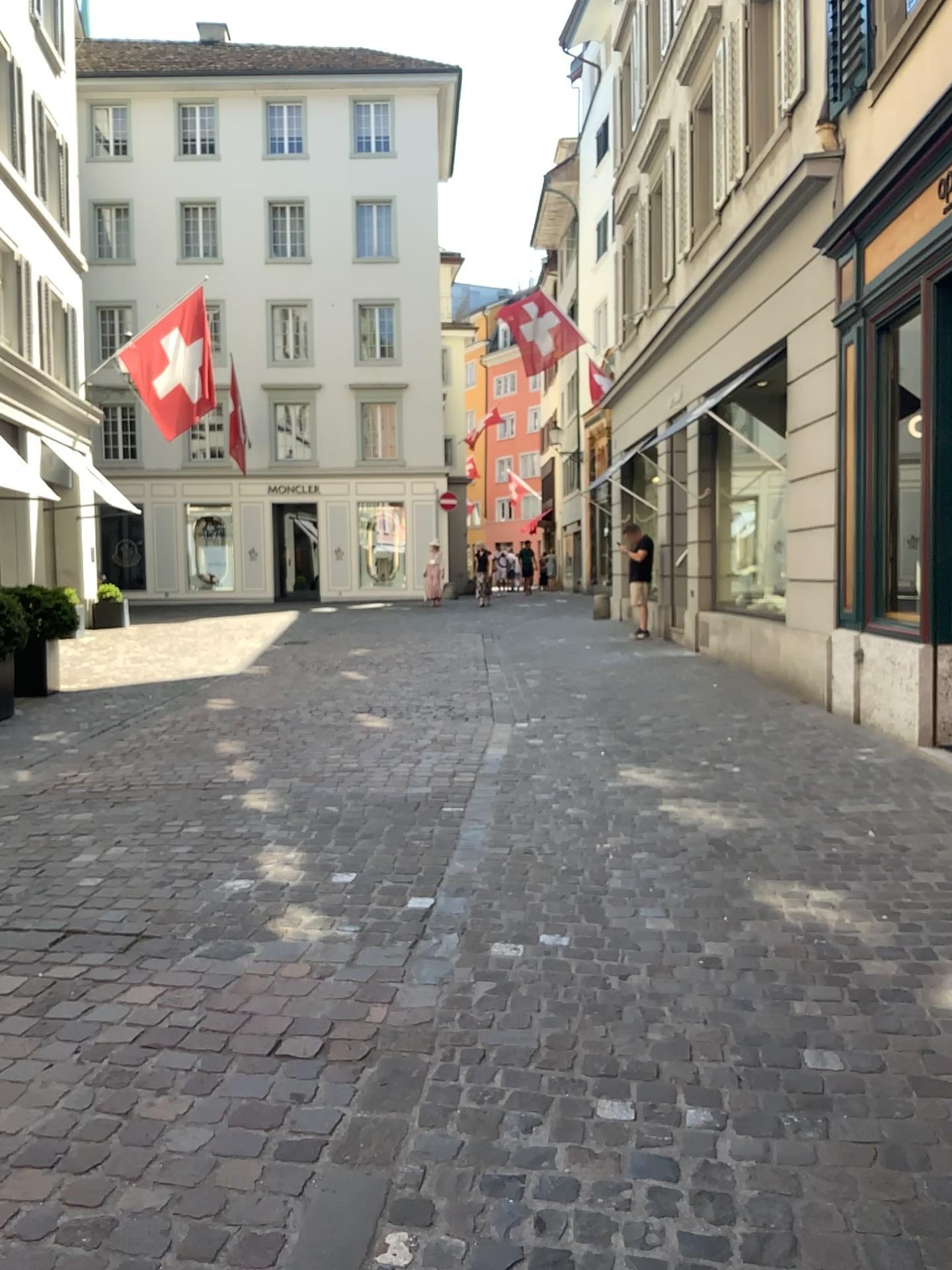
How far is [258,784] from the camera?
5.5m
